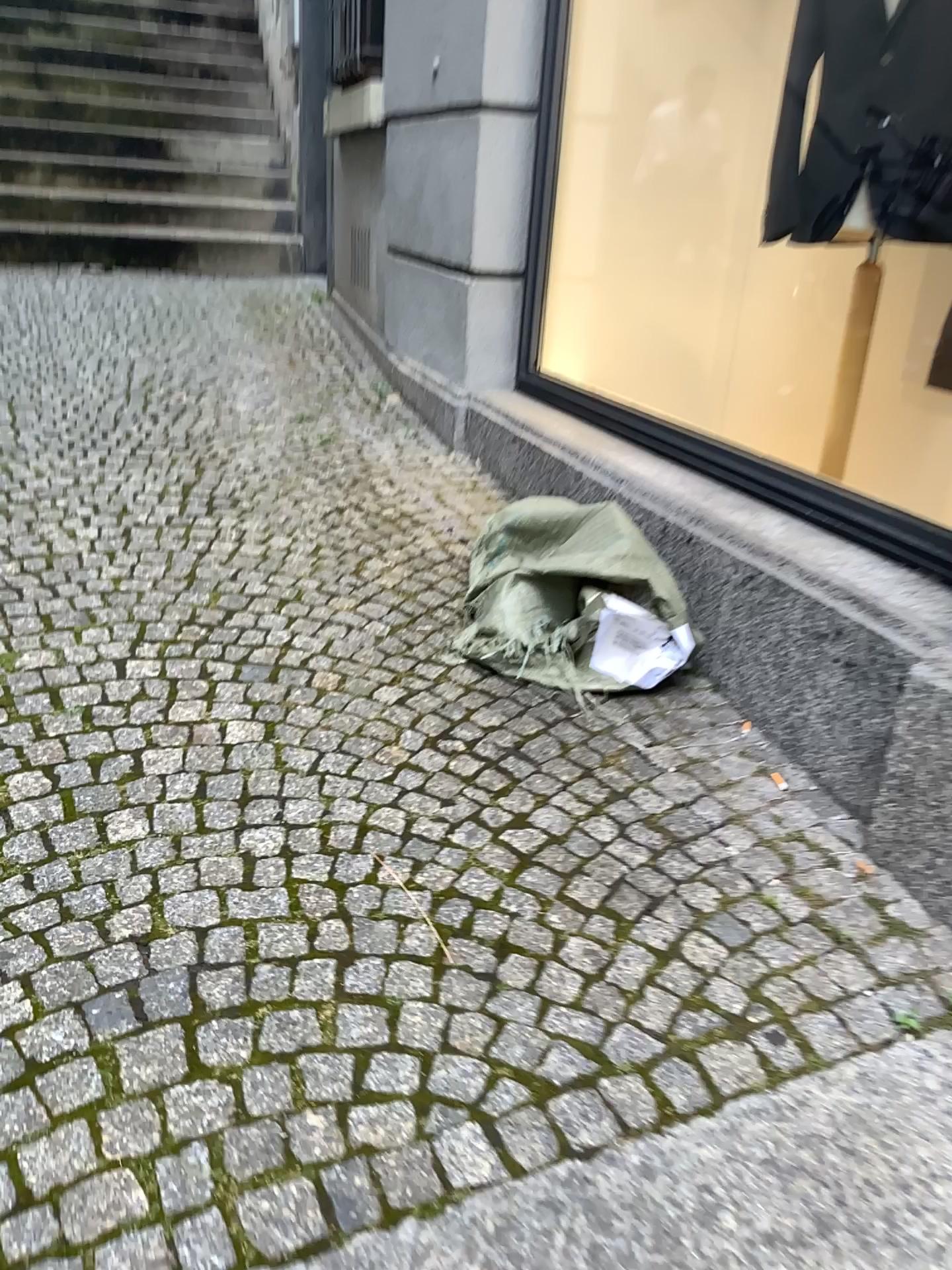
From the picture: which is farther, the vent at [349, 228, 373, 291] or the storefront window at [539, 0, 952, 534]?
the vent at [349, 228, 373, 291]

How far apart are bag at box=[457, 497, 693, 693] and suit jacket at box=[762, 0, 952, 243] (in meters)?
0.72

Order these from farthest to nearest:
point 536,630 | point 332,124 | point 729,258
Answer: point 332,124 → point 729,258 → point 536,630

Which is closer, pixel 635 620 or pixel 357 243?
pixel 635 620

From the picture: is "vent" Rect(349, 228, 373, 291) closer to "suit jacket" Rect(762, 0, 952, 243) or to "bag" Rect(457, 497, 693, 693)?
"suit jacket" Rect(762, 0, 952, 243)

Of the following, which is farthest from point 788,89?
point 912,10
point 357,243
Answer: point 357,243

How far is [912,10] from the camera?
1.9 meters

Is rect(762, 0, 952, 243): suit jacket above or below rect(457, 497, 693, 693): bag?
above

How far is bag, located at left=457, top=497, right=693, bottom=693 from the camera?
1.8m

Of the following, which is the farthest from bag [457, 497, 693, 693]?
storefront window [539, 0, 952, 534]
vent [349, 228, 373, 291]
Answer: vent [349, 228, 373, 291]
